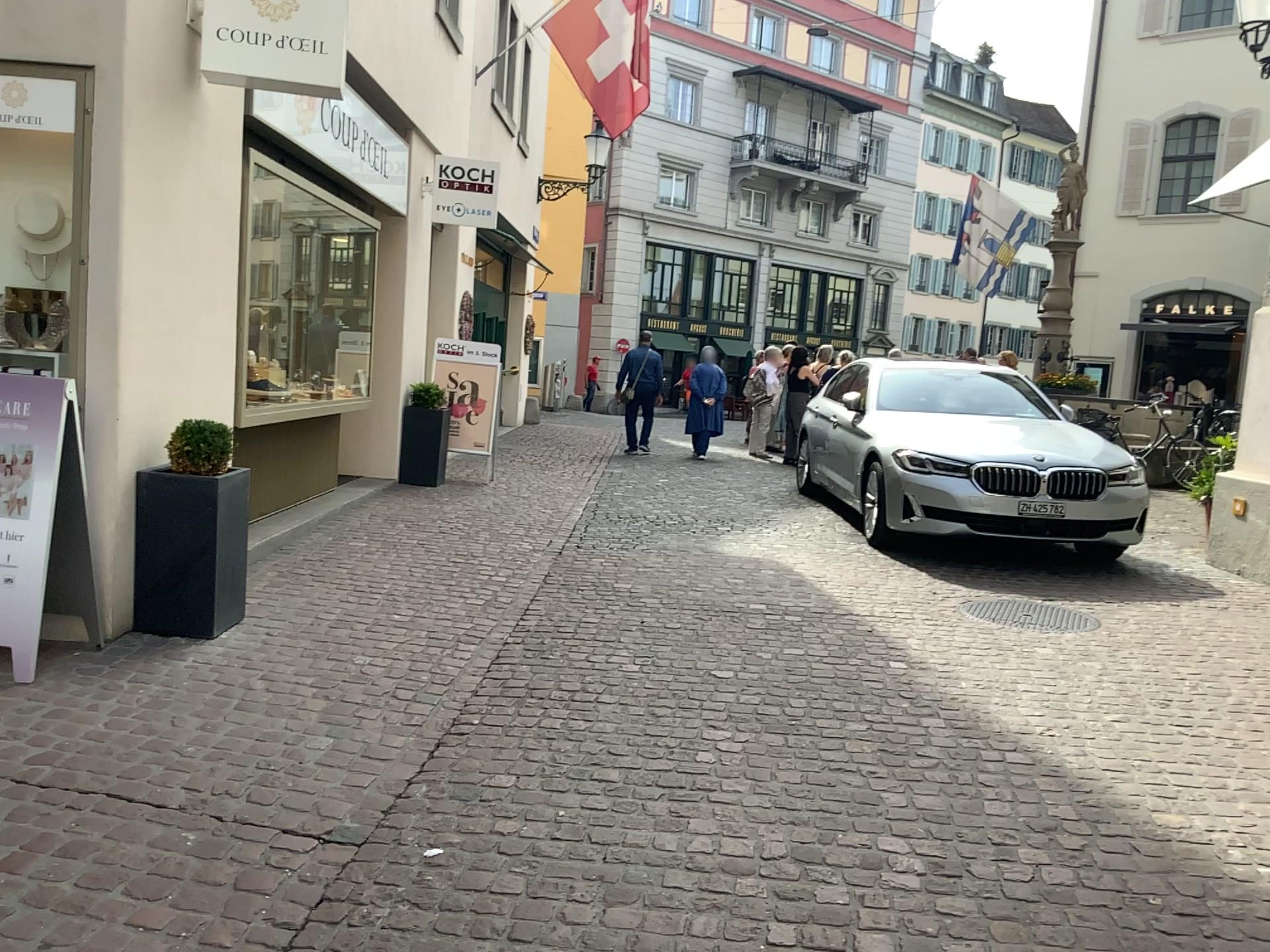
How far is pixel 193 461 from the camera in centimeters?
454cm

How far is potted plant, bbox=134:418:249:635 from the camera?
4.3m

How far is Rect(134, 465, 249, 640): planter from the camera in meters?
4.3

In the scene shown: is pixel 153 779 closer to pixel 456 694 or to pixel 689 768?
pixel 456 694

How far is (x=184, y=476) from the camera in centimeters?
433cm

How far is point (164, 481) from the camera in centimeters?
433cm

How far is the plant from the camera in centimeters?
454cm
